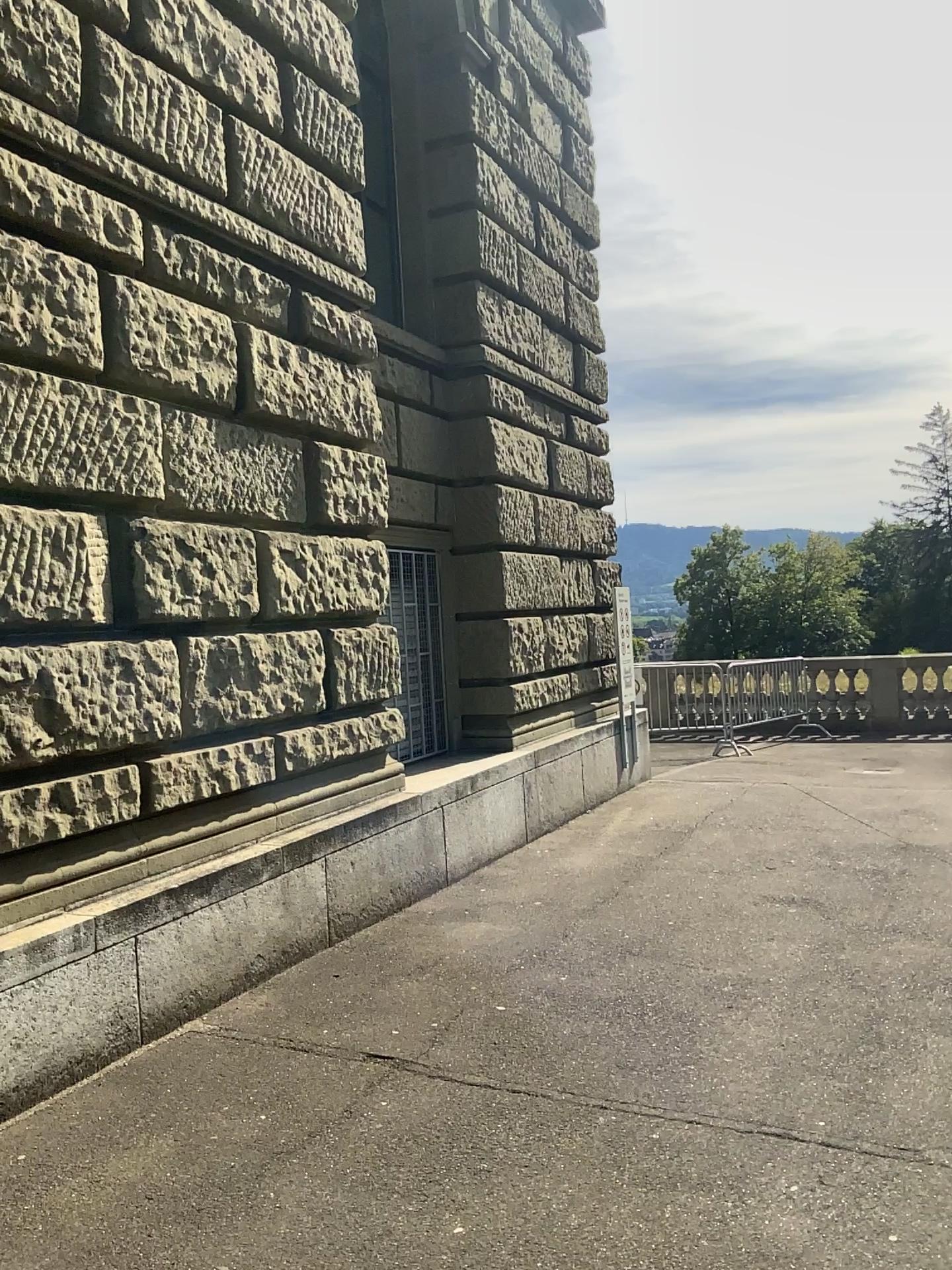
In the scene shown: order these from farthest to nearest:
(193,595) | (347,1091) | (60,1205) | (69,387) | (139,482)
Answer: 1. (193,595)
2. (139,482)
3. (69,387)
4. (347,1091)
5. (60,1205)
